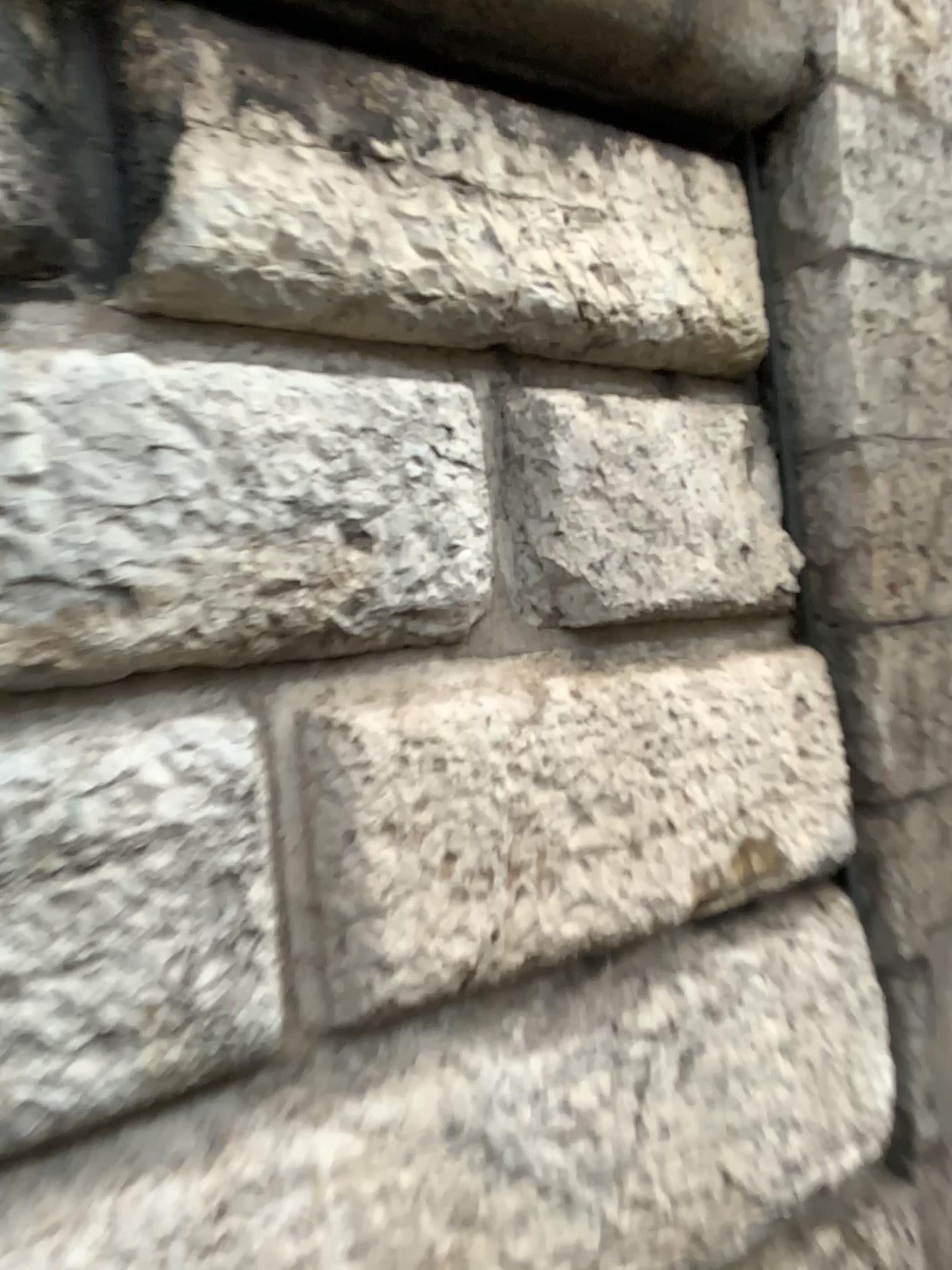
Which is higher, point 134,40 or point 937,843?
point 134,40

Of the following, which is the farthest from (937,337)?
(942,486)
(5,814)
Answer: (5,814)

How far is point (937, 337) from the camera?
1.76m

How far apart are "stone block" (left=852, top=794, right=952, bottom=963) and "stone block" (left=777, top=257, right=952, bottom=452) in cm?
61

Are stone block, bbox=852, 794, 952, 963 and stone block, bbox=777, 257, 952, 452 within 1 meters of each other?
yes

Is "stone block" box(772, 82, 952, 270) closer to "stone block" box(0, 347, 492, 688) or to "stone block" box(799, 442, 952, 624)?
"stone block" box(799, 442, 952, 624)

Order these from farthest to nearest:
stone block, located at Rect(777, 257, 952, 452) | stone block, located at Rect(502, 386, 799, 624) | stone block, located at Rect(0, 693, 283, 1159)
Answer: stone block, located at Rect(777, 257, 952, 452)
stone block, located at Rect(502, 386, 799, 624)
stone block, located at Rect(0, 693, 283, 1159)

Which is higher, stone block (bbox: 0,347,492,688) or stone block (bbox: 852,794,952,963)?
stone block (bbox: 0,347,492,688)

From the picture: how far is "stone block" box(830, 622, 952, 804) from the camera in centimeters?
169cm

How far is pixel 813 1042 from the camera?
1.6m
